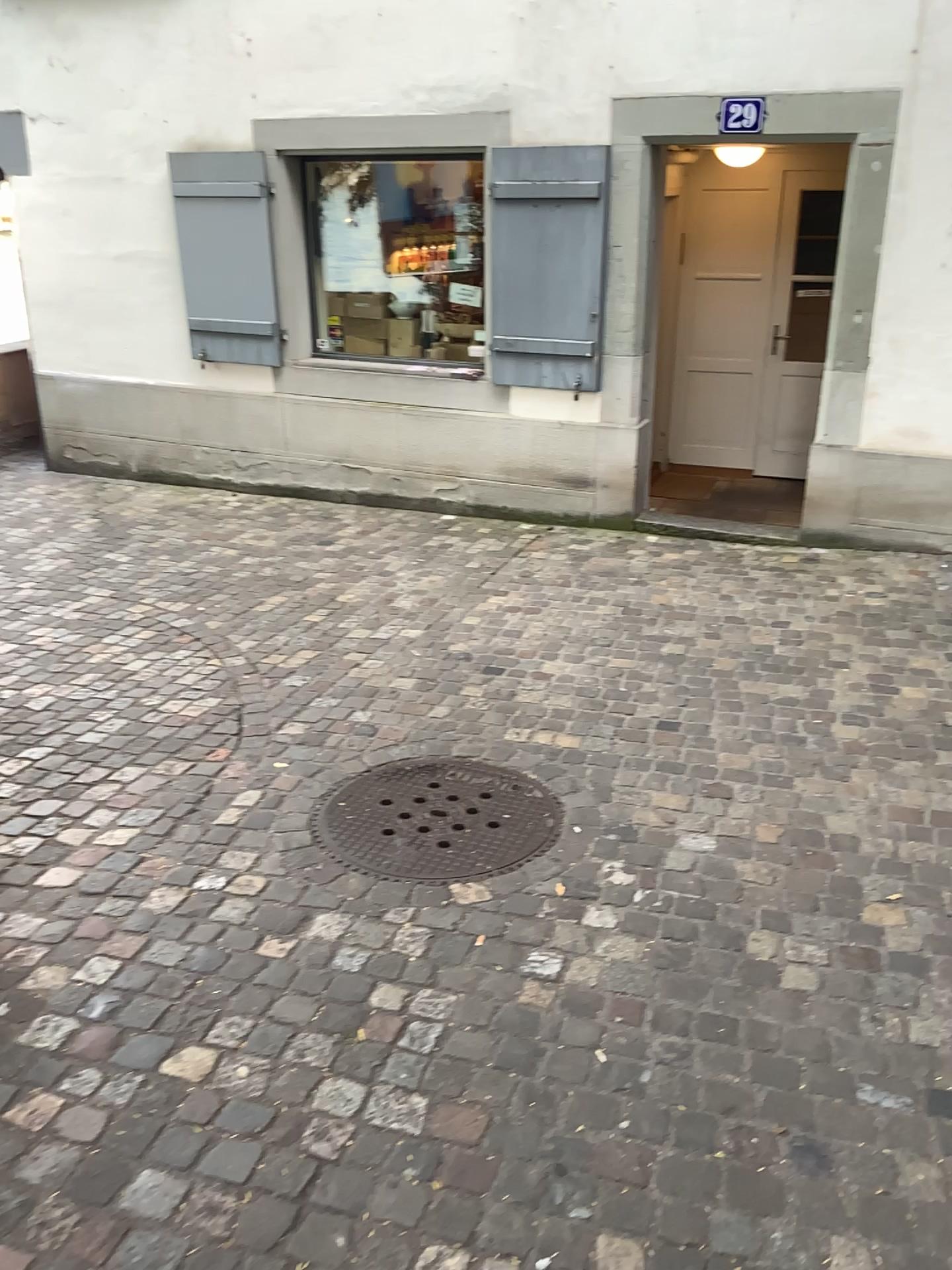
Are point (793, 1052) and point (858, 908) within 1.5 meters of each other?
yes
